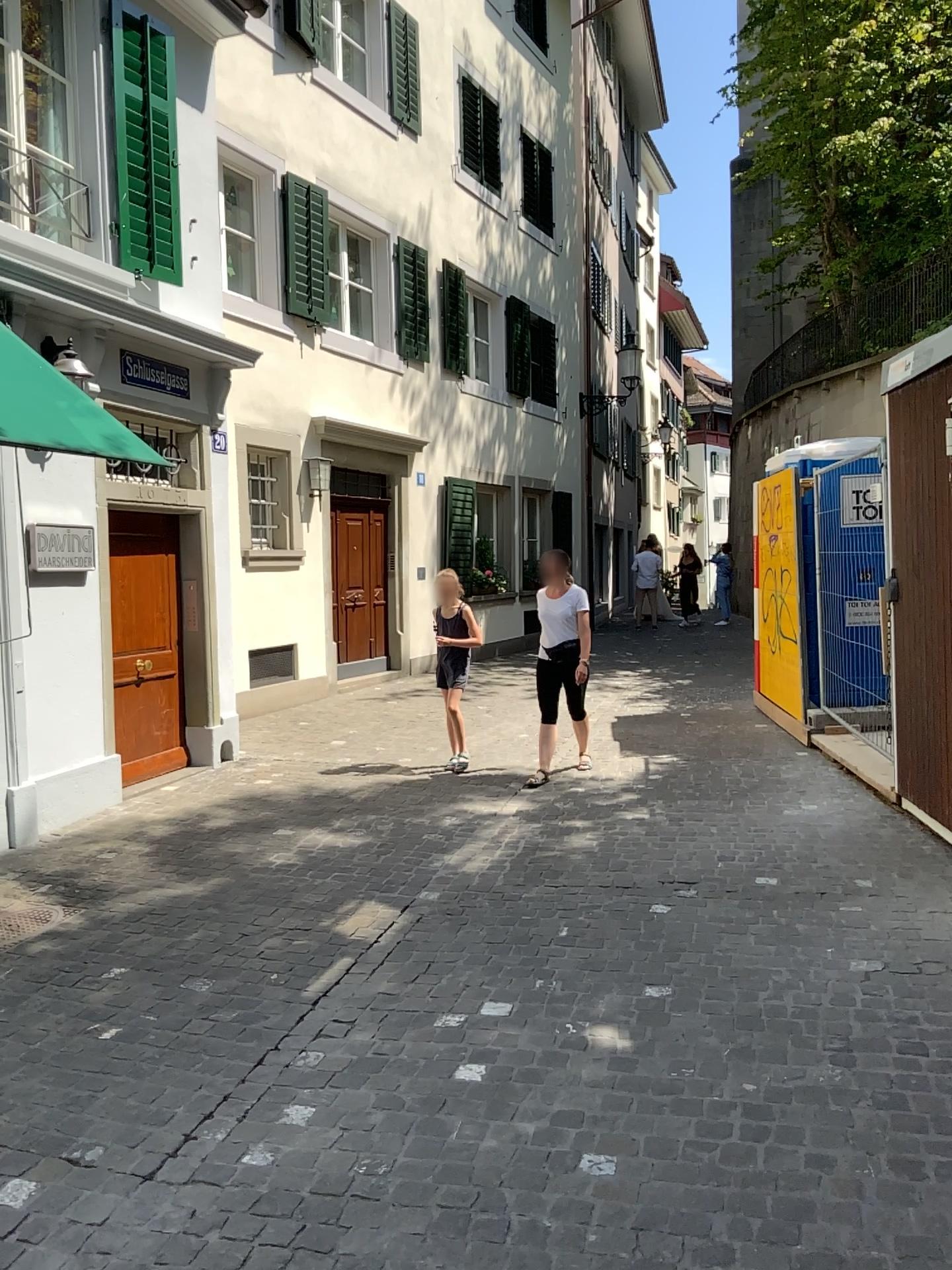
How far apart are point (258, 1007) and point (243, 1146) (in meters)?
0.86
